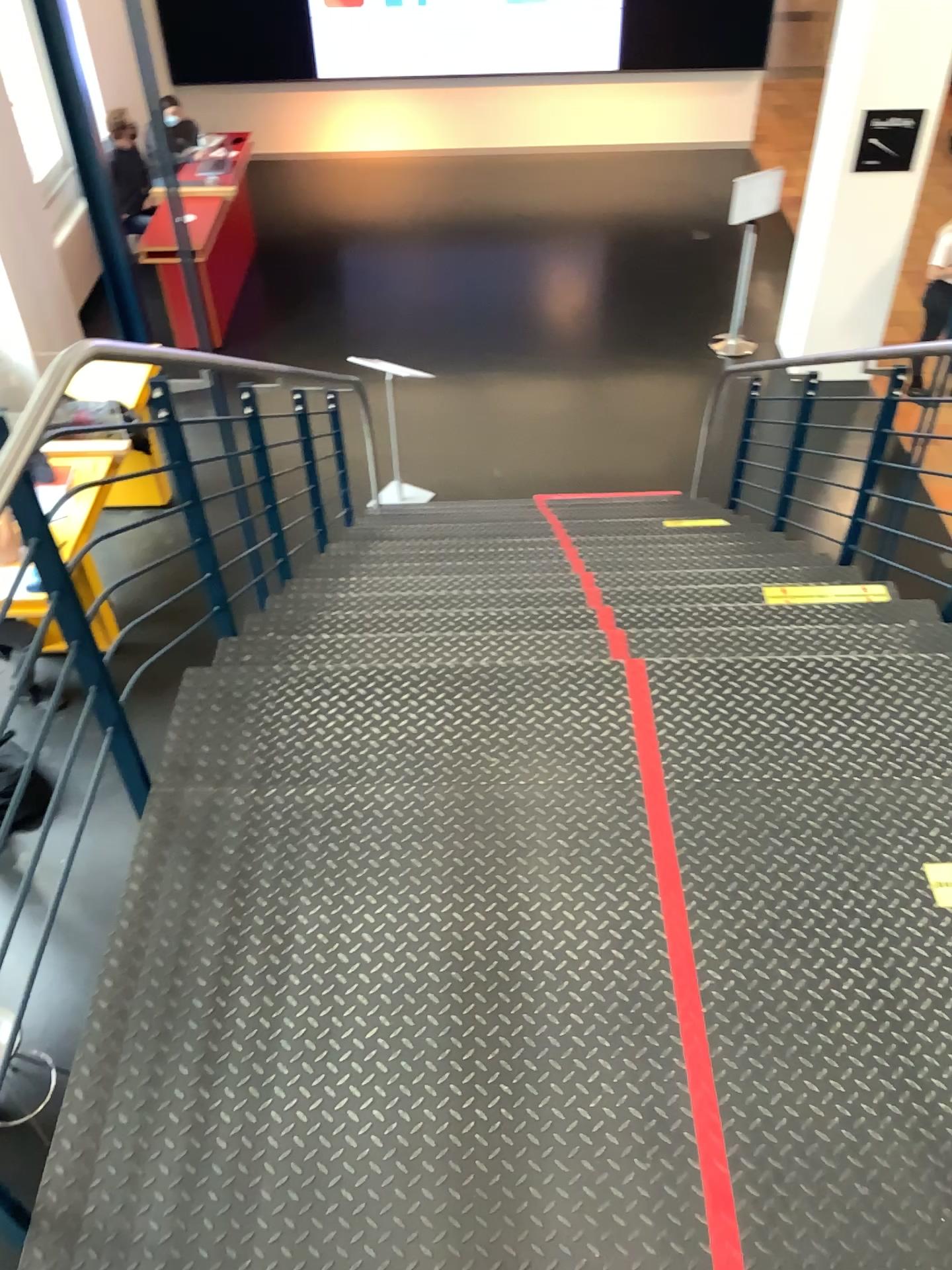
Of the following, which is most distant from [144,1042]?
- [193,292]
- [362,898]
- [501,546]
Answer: [501,546]

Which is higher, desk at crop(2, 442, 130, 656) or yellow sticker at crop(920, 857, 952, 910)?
desk at crop(2, 442, 130, 656)

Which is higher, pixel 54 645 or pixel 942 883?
pixel 54 645
